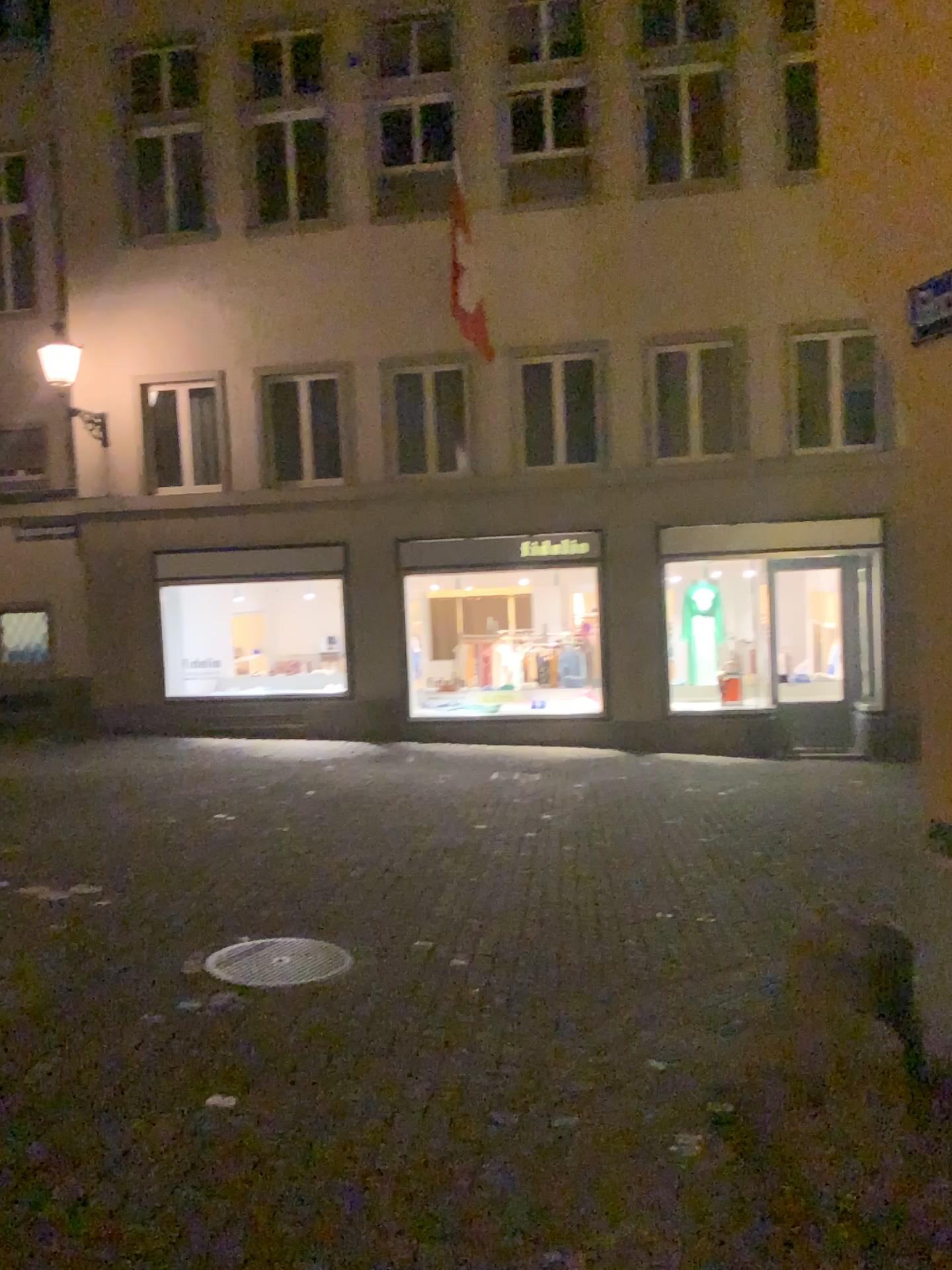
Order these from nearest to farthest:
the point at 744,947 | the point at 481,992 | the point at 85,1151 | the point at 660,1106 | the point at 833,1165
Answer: the point at 833,1165
the point at 85,1151
the point at 660,1106
the point at 481,992
the point at 744,947
